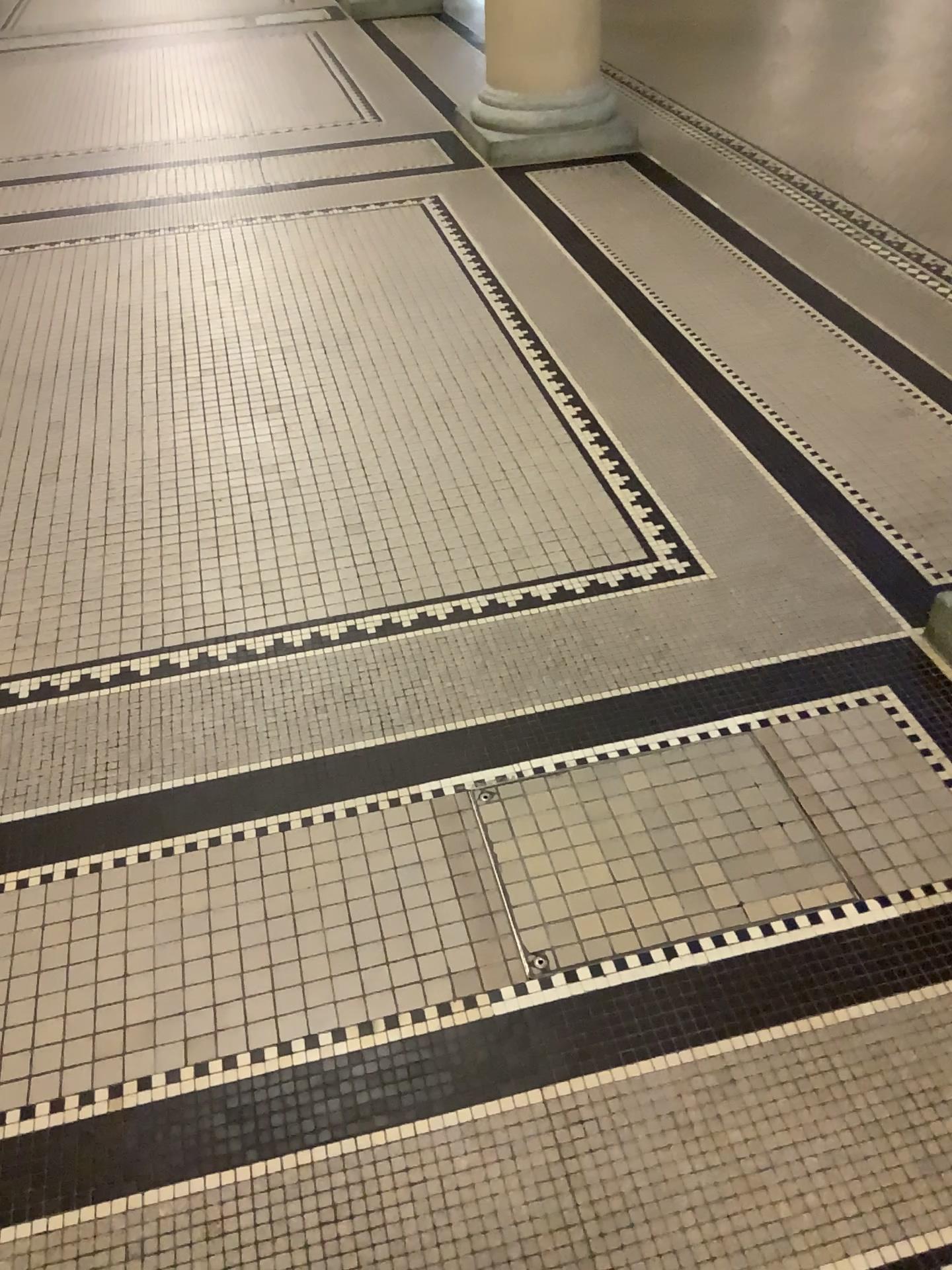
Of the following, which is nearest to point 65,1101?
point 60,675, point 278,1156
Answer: point 278,1156

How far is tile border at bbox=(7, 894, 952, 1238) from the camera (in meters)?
1.39

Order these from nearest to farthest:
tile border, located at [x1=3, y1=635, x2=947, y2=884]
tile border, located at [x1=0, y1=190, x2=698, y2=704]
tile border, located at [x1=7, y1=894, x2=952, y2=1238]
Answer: tile border, located at [x1=7, y1=894, x2=952, y2=1238] < tile border, located at [x1=3, y1=635, x2=947, y2=884] < tile border, located at [x1=0, y1=190, x2=698, y2=704]

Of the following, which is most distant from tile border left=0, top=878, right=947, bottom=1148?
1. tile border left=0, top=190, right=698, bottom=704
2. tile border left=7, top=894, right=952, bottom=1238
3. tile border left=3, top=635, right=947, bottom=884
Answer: tile border left=0, top=190, right=698, bottom=704

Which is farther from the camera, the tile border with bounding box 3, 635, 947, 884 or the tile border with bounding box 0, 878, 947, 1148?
the tile border with bounding box 3, 635, 947, 884

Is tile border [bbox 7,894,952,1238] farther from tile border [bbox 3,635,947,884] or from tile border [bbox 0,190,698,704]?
tile border [bbox 0,190,698,704]

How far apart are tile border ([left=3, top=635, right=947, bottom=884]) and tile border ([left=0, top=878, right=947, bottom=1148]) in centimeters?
32cm

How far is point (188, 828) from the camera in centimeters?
185cm

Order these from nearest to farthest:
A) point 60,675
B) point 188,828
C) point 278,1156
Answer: point 278,1156, point 188,828, point 60,675

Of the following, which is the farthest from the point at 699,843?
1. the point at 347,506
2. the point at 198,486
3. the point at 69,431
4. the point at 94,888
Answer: the point at 69,431
